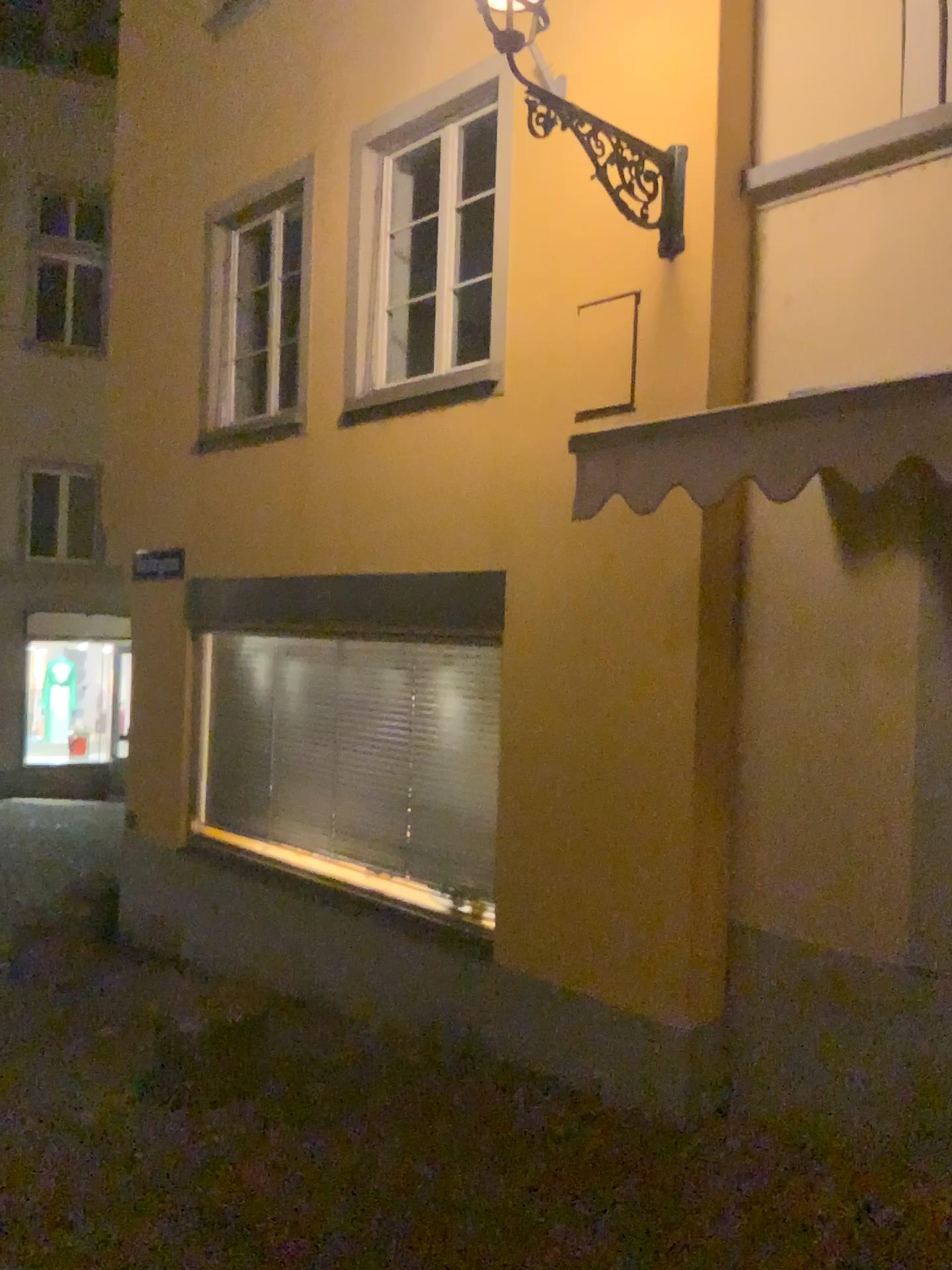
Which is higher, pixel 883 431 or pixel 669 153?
pixel 669 153

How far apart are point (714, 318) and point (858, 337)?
0.6 meters

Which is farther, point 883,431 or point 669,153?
point 669,153

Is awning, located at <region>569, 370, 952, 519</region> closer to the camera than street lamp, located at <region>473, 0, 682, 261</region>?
Yes

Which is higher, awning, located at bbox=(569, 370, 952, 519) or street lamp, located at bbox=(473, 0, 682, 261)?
street lamp, located at bbox=(473, 0, 682, 261)
